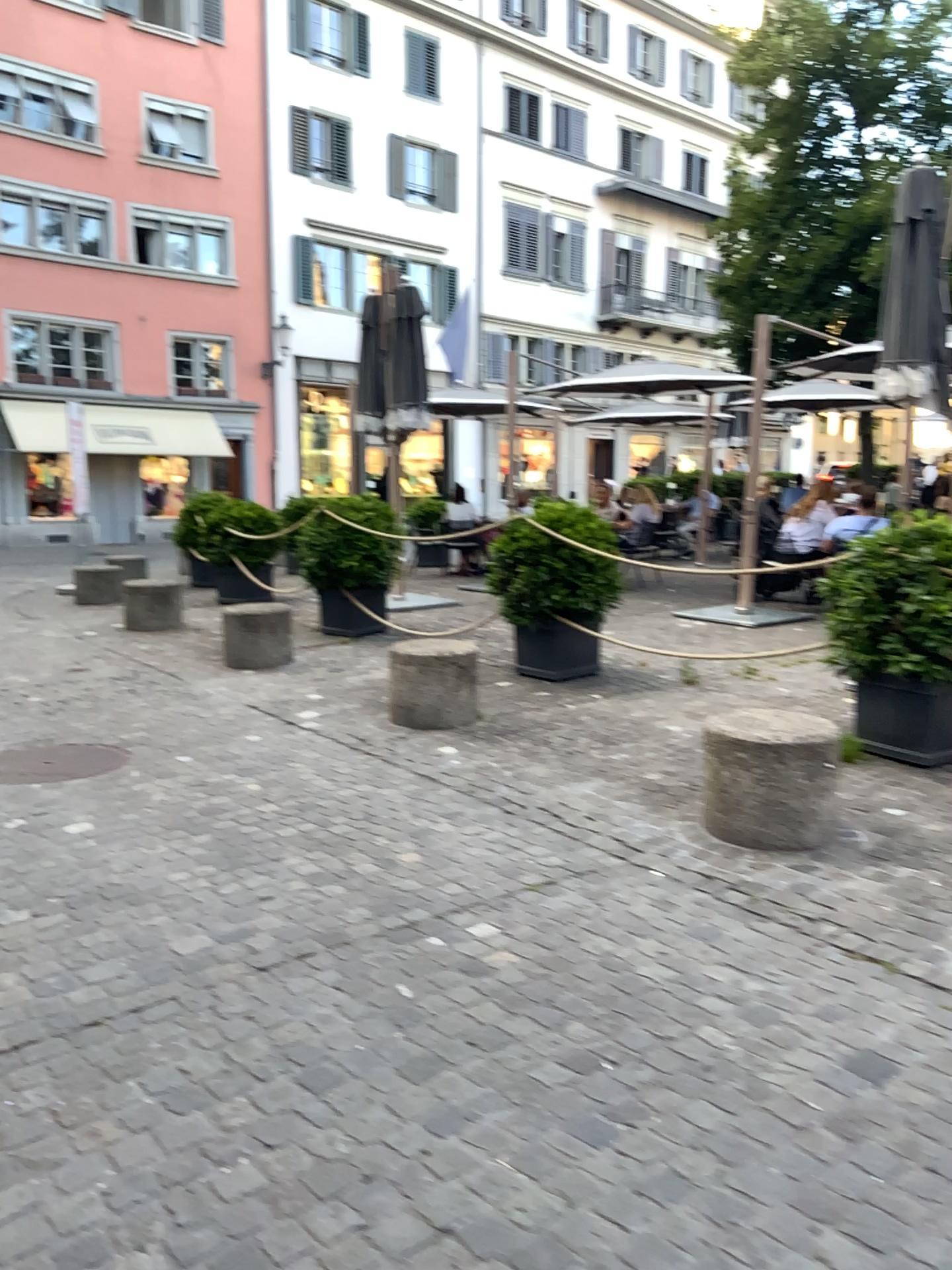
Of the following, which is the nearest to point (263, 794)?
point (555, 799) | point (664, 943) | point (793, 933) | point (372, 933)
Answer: Answer: point (555, 799)
